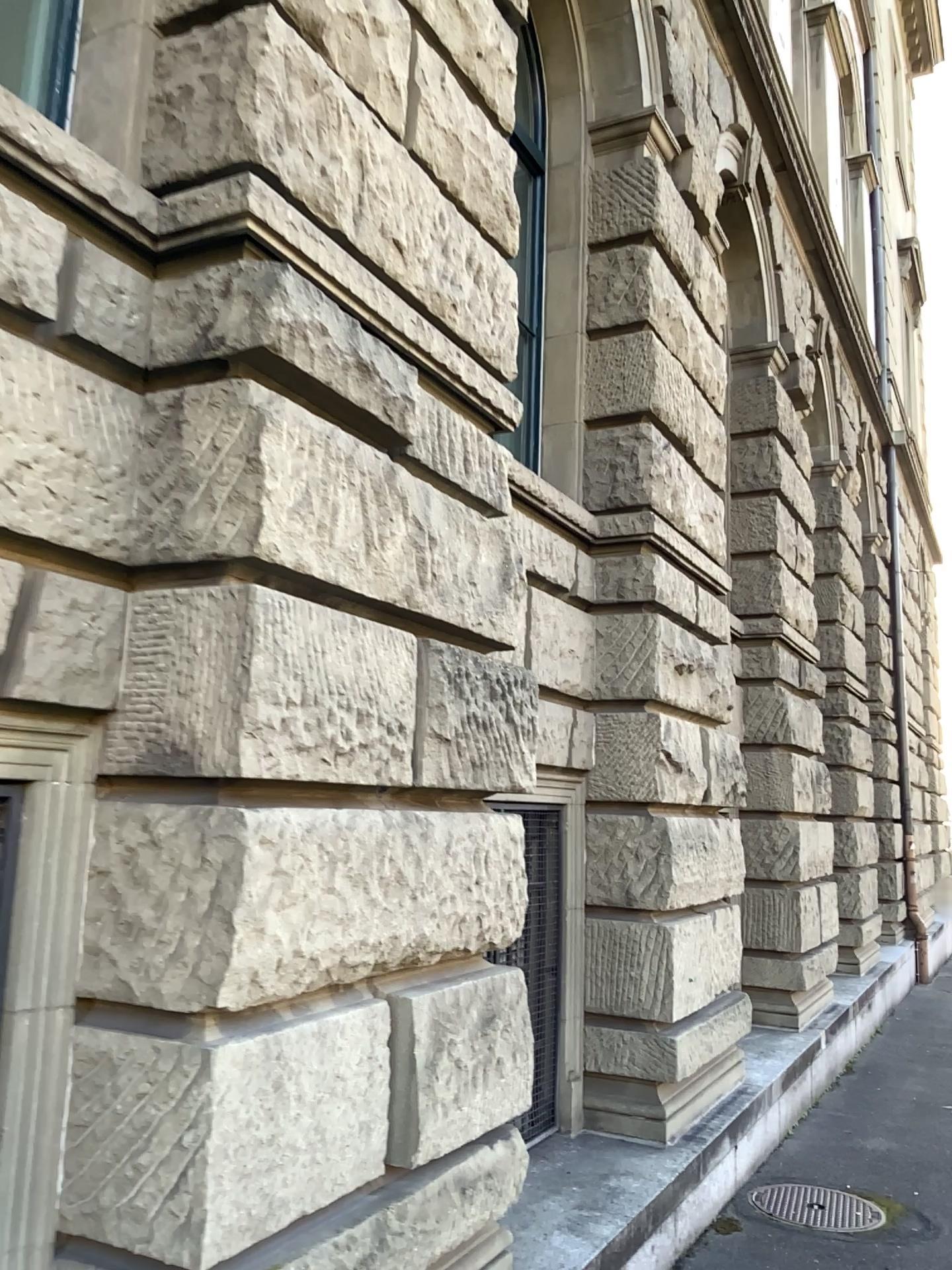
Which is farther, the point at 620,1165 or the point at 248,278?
the point at 620,1165
